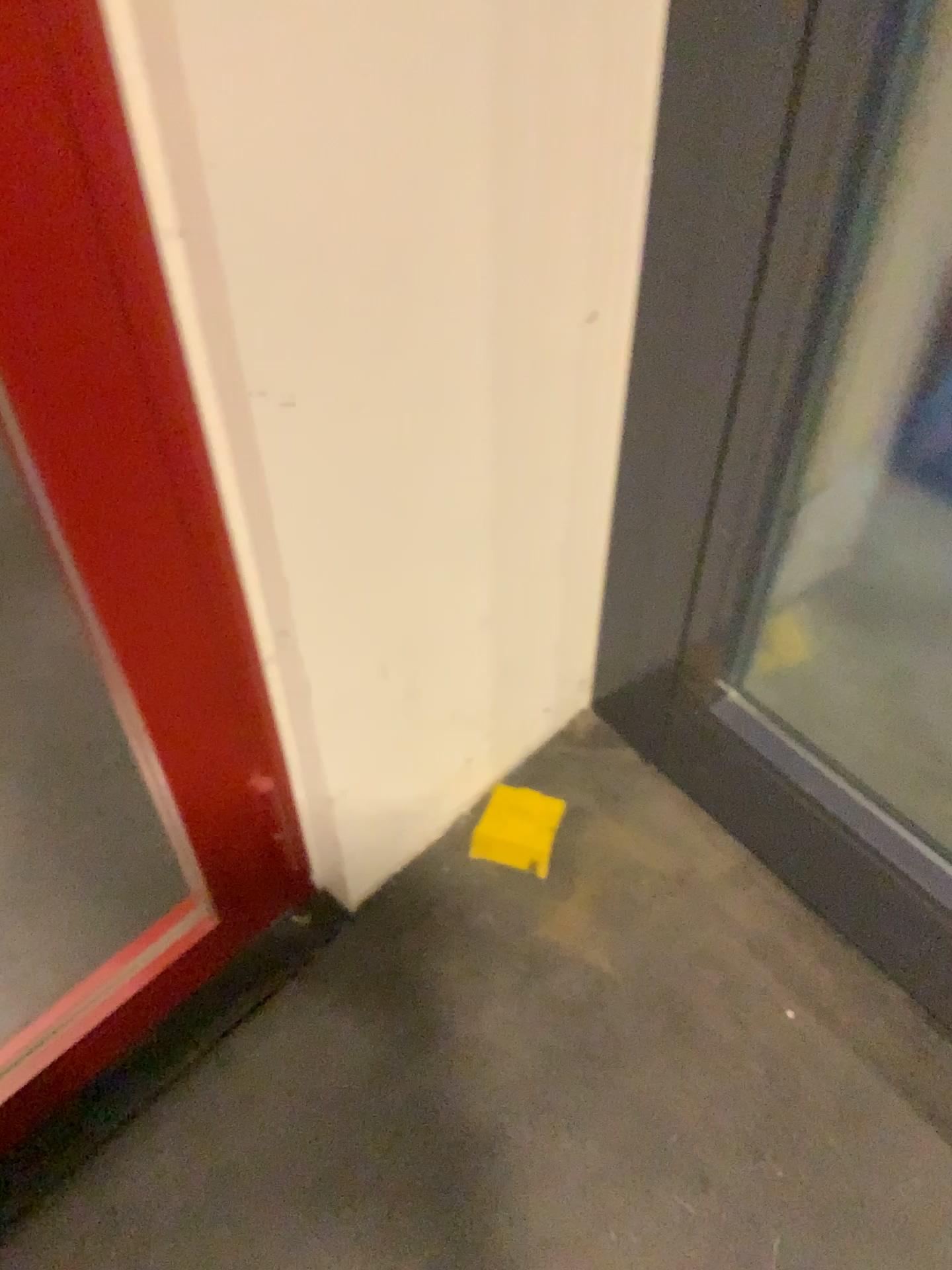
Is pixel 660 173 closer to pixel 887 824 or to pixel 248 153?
pixel 248 153
